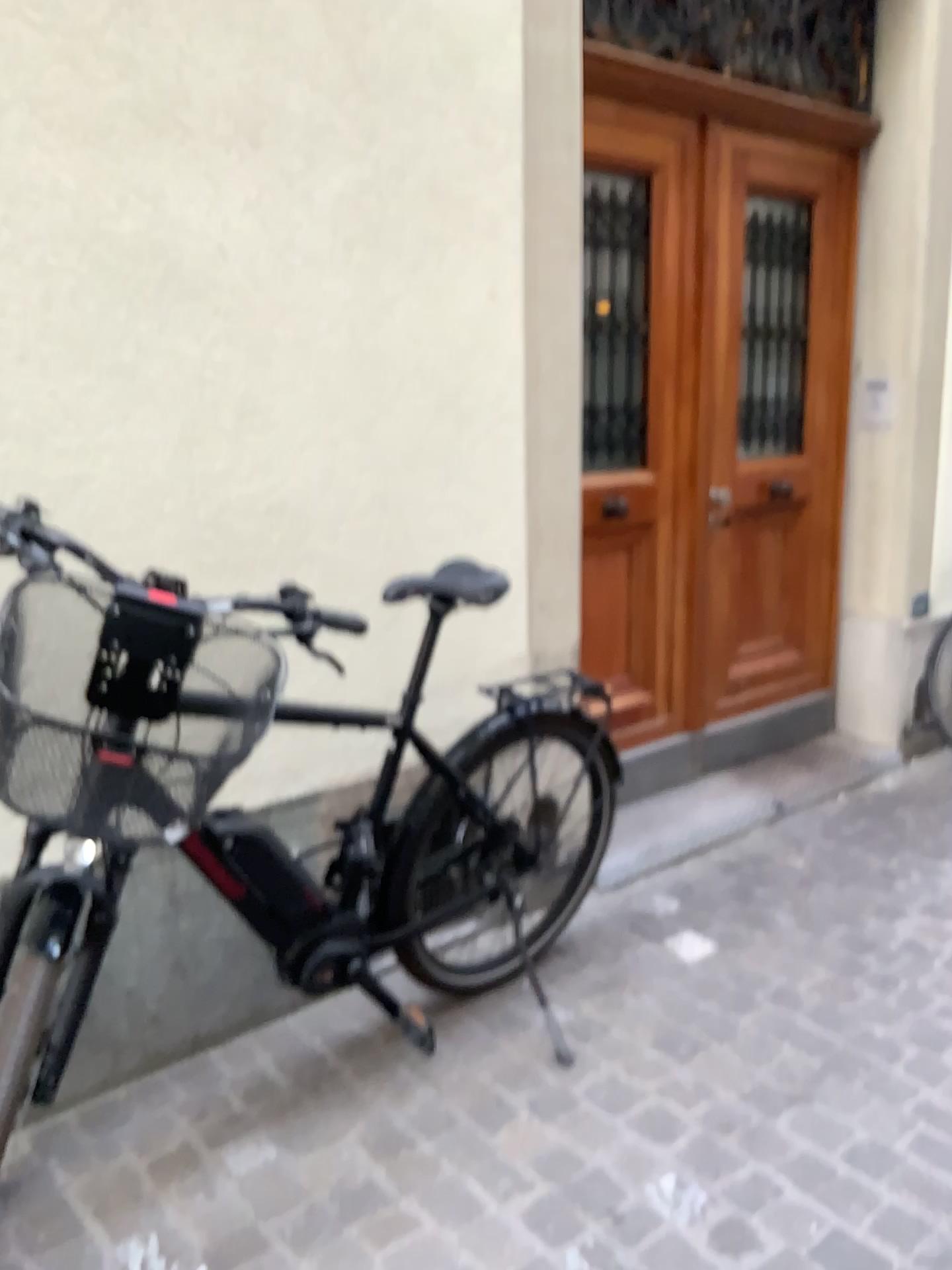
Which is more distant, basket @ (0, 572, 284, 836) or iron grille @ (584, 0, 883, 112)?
iron grille @ (584, 0, 883, 112)

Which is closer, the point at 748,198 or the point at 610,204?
the point at 610,204

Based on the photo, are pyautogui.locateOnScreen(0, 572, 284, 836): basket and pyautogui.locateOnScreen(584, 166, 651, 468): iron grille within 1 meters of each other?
no

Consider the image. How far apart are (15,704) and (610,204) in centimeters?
243cm

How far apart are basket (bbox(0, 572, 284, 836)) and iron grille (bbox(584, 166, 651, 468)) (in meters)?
1.83

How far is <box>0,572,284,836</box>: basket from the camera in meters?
1.3 m

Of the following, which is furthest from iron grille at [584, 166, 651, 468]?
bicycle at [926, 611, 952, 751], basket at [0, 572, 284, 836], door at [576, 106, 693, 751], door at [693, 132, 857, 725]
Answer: basket at [0, 572, 284, 836]

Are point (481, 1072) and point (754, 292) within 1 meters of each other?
no

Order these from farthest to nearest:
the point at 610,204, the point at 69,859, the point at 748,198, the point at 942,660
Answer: the point at 942,660 < the point at 748,198 < the point at 610,204 < the point at 69,859

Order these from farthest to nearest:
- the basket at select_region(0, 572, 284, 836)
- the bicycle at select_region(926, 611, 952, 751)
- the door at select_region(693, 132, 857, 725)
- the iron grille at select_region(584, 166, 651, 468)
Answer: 1. the bicycle at select_region(926, 611, 952, 751)
2. the door at select_region(693, 132, 857, 725)
3. the iron grille at select_region(584, 166, 651, 468)
4. the basket at select_region(0, 572, 284, 836)
